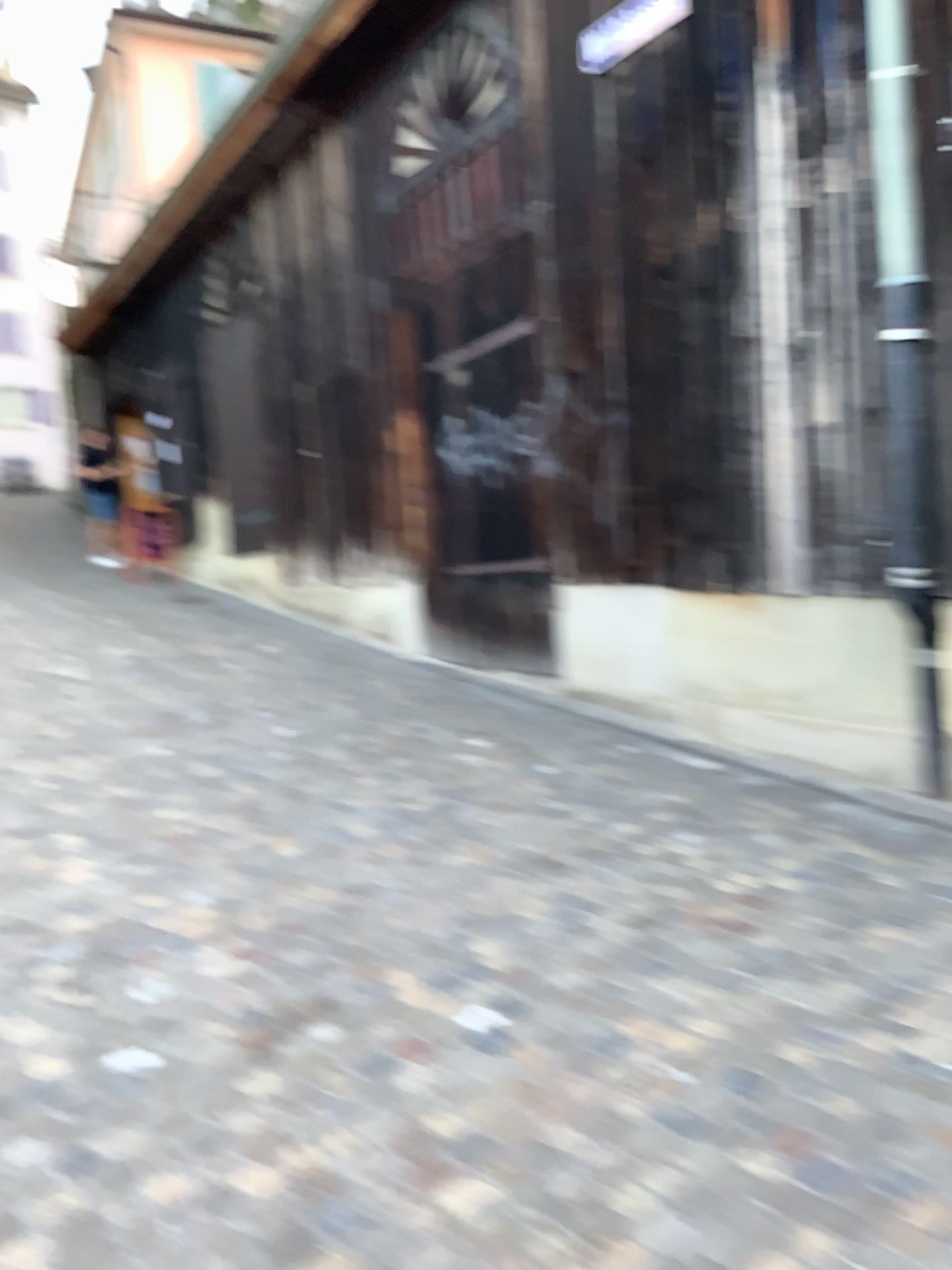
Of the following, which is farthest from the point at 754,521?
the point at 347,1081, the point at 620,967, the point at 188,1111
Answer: the point at 188,1111
